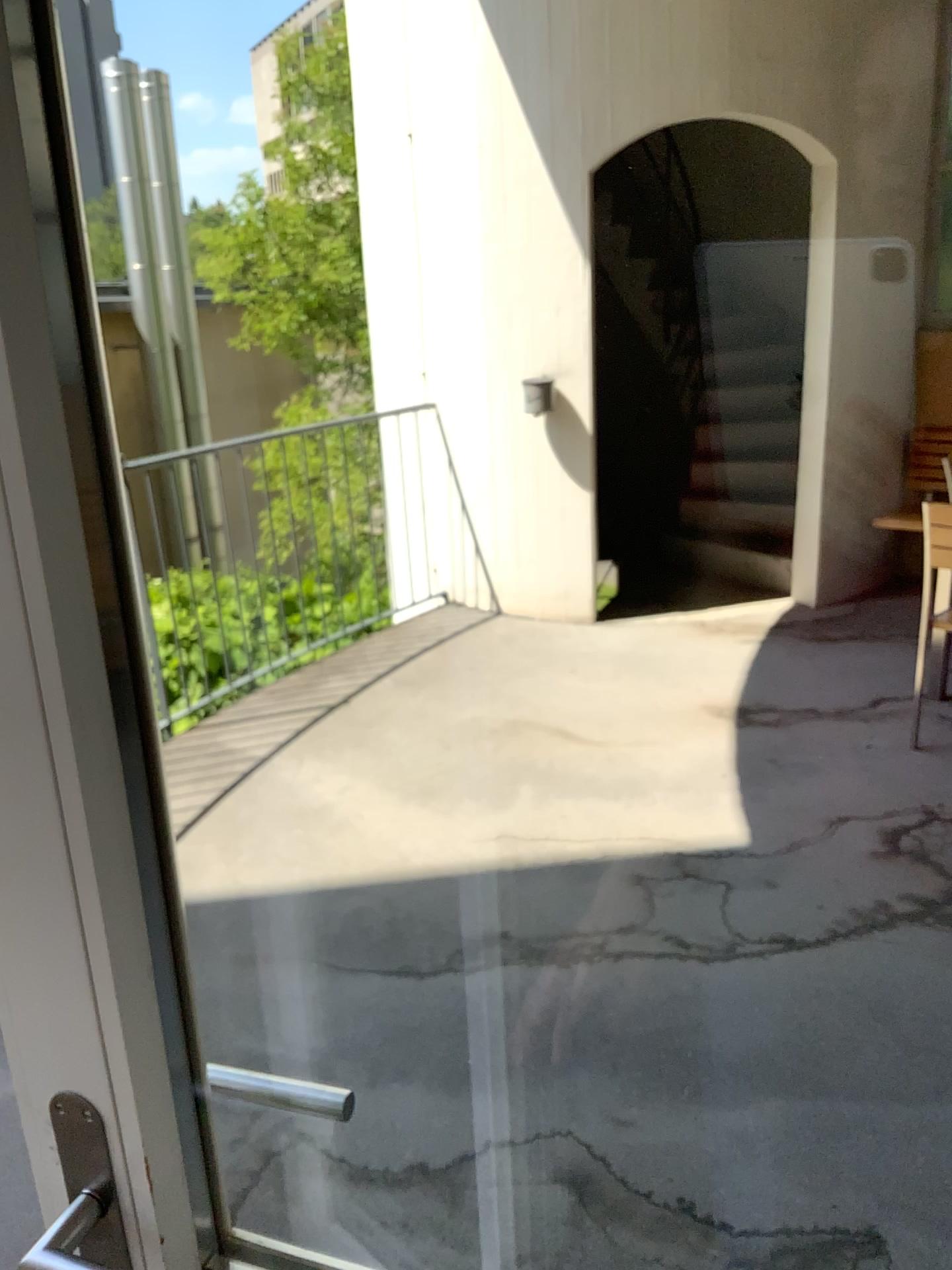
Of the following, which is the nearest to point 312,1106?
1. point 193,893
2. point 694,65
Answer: point 193,893

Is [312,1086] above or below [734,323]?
below

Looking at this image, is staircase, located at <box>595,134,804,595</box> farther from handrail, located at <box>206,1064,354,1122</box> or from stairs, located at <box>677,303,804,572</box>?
handrail, located at <box>206,1064,354,1122</box>

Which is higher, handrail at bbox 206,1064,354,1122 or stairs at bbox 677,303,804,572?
stairs at bbox 677,303,804,572

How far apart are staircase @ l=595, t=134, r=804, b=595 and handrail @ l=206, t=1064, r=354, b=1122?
0.88m

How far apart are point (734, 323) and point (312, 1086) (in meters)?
1.14

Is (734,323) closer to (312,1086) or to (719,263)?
(719,263)

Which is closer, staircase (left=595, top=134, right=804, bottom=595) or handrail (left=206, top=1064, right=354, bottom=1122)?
staircase (left=595, top=134, right=804, bottom=595)

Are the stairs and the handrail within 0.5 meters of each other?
no

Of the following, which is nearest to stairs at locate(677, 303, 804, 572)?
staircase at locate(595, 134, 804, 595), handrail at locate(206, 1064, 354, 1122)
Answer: staircase at locate(595, 134, 804, 595)
